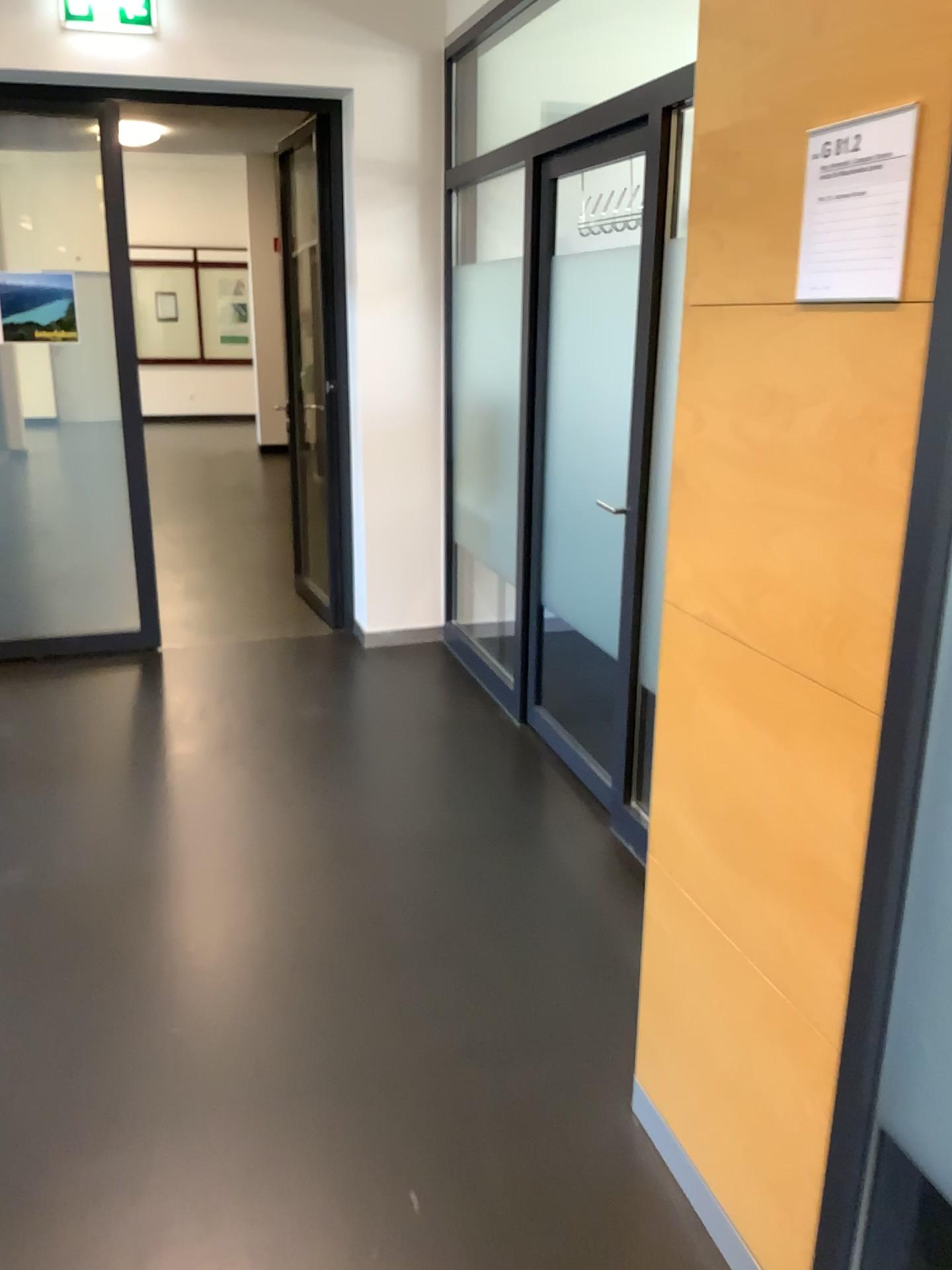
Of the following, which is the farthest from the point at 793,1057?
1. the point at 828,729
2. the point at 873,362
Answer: the point at 873,362

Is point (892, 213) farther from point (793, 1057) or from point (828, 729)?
point (793, 1057)

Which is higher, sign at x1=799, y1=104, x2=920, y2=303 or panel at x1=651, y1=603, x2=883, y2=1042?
sign at x1=799, y1=104, x2=920, y2=303

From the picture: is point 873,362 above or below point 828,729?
above

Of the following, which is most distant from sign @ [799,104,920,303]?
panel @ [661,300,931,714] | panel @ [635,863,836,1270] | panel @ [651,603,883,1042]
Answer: panel @ [635,863,836,1270]

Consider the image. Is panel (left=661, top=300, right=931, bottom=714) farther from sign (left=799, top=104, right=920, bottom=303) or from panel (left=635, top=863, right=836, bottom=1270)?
panel (left=635, top=863, right=836, bottom=1270)

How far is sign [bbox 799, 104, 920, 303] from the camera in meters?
1.2 m

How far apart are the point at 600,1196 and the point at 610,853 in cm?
129

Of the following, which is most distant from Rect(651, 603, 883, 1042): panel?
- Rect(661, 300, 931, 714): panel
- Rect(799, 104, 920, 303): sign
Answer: Rect(799, 104, 920, 303): sign

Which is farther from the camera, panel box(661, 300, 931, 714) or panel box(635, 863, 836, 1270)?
panel box(635, 863, 836, 1270)
